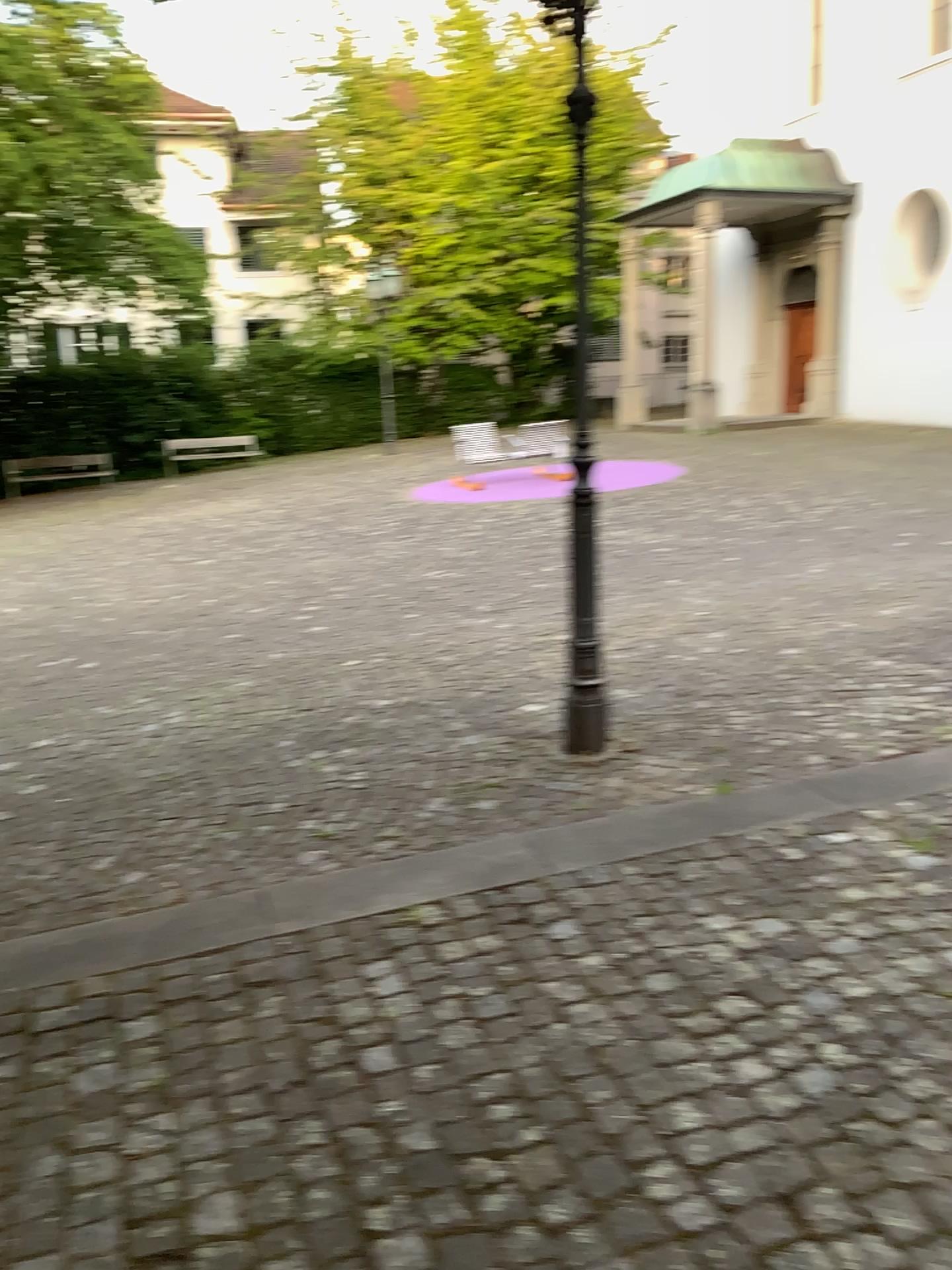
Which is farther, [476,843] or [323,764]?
[323,764]
